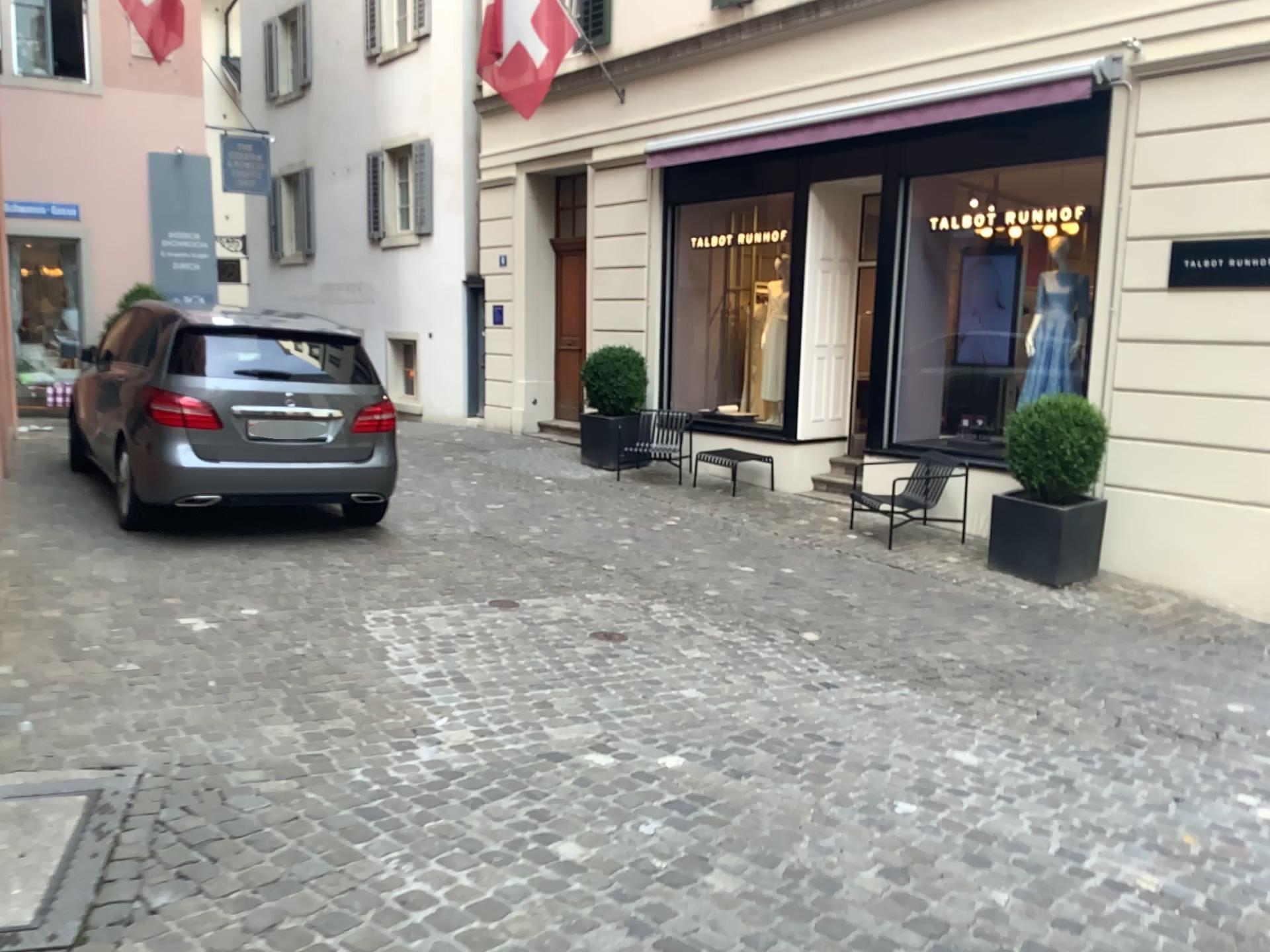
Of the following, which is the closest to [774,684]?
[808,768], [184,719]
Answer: [808,768]
